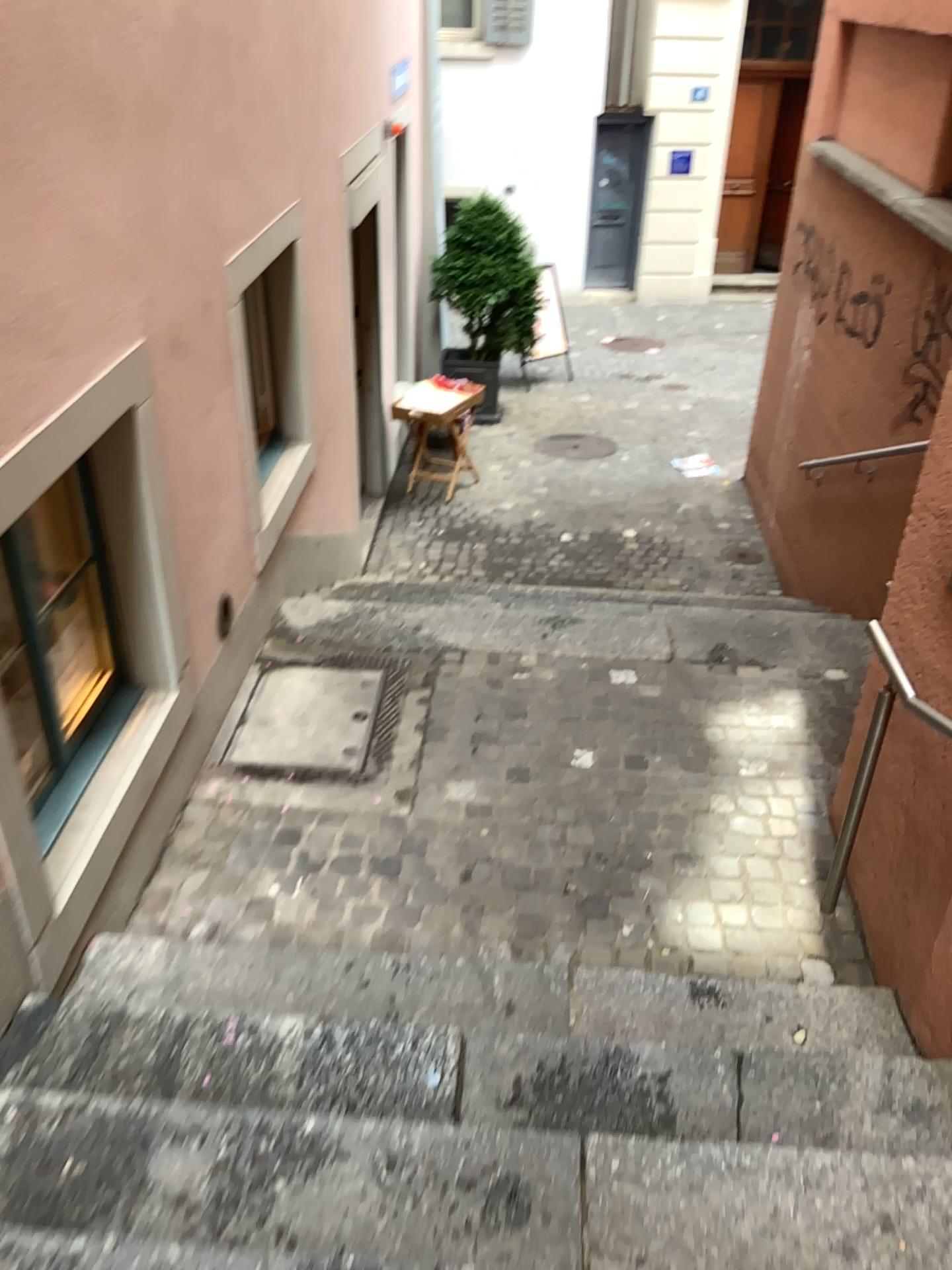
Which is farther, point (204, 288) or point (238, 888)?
point (204, 288)
